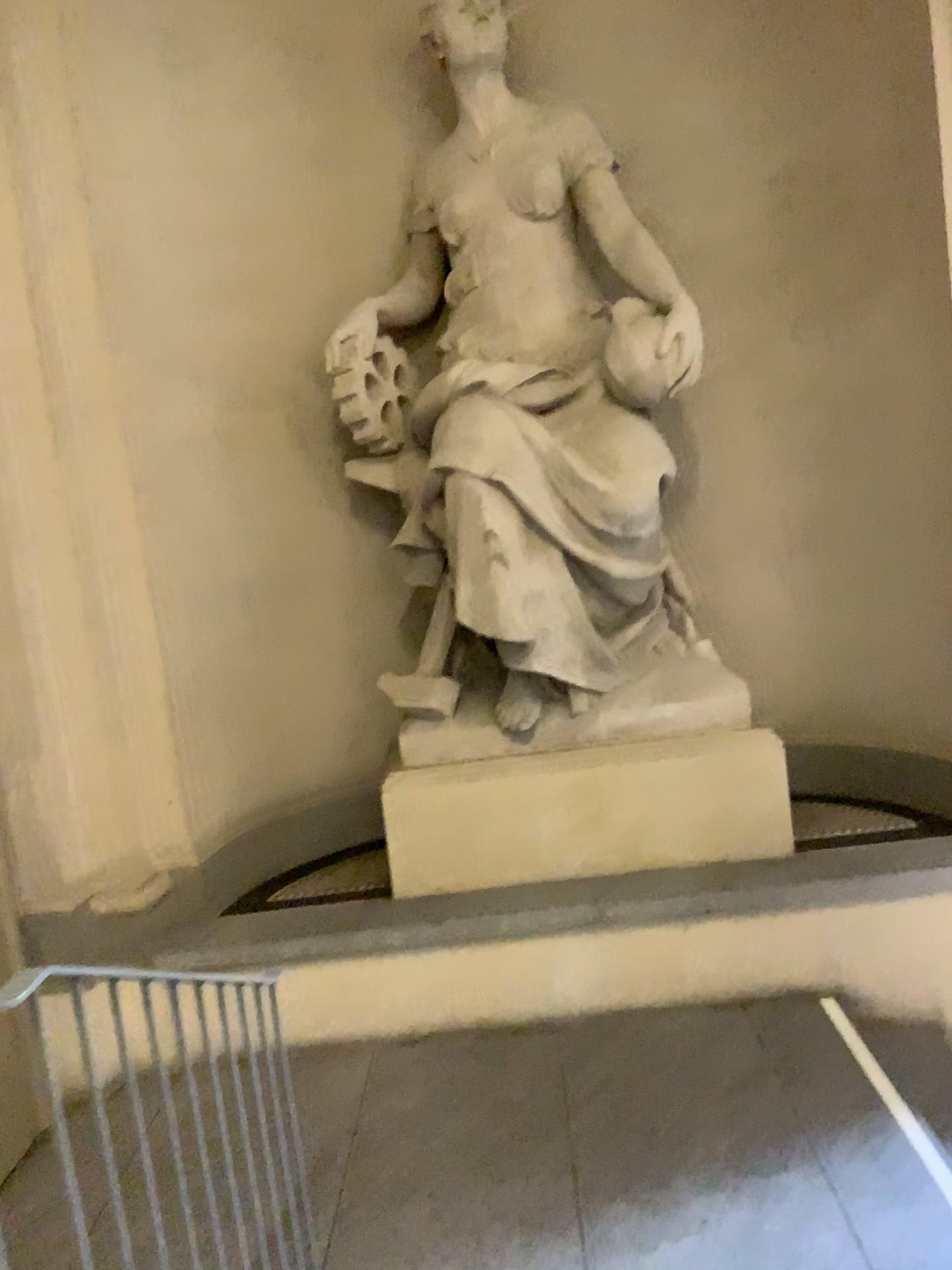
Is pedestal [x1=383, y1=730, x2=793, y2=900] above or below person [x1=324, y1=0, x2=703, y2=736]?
below

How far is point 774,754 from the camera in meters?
4.1

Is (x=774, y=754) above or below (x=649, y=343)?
below

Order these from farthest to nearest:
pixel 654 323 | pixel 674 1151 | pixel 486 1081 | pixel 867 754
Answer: pixel 867 754
pixel 654 323
pixel 486 1081
pixel 674 1151

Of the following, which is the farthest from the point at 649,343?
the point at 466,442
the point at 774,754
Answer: the point at 774,754

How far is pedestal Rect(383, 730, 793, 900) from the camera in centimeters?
411cm
